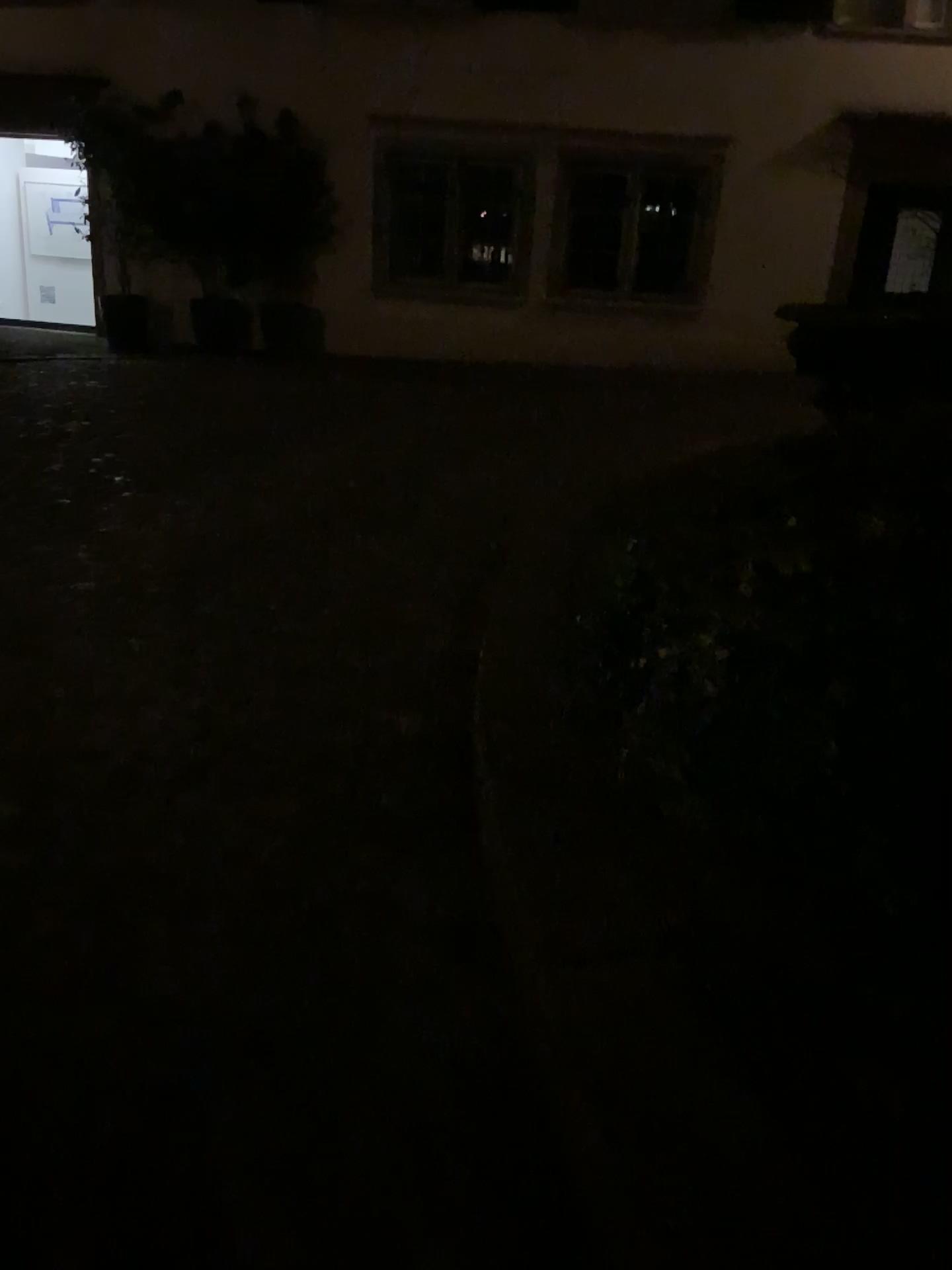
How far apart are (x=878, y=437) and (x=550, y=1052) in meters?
1.9
